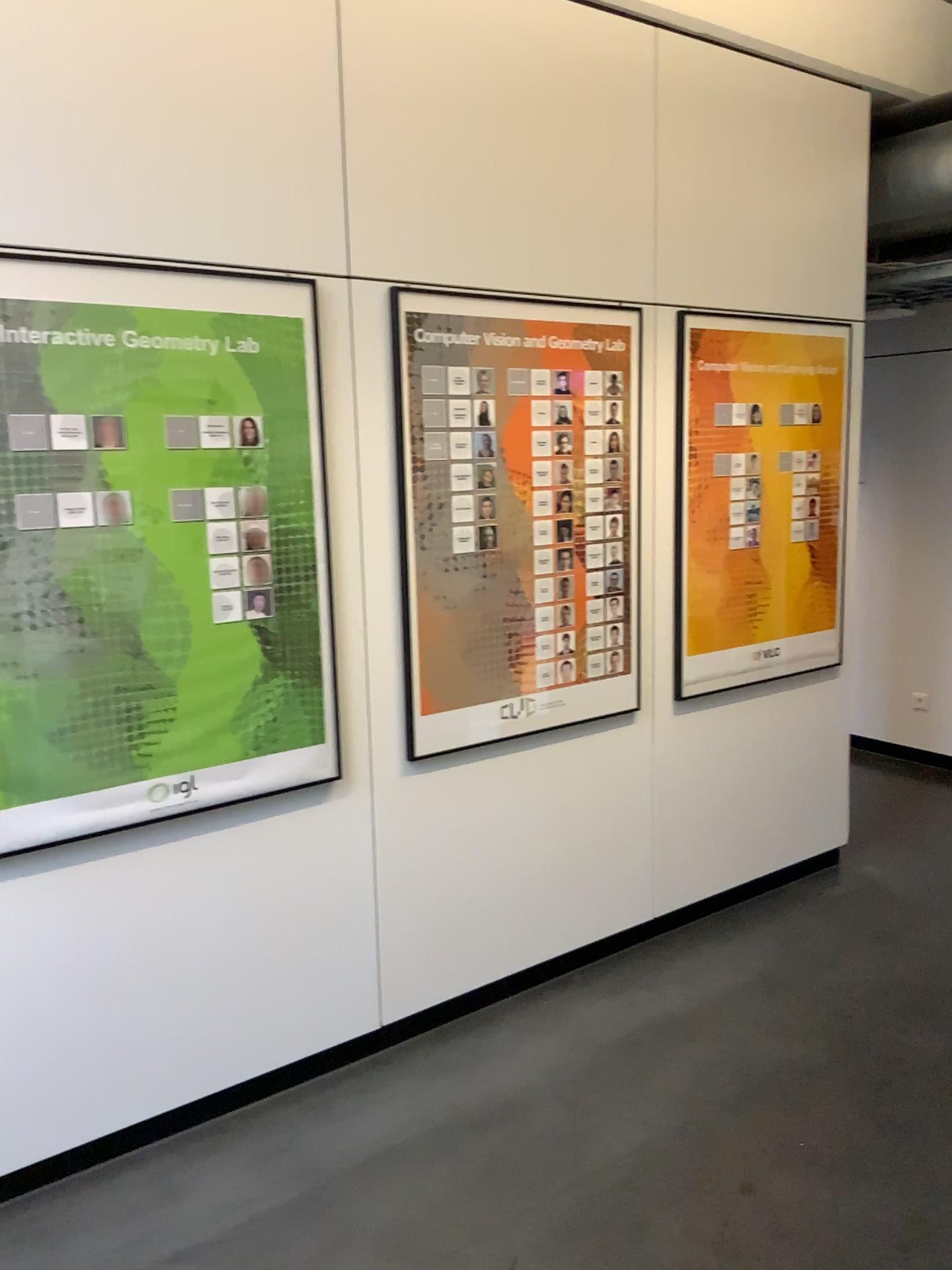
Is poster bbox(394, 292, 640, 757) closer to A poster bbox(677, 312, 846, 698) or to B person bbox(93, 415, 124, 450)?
A poster bbox(677, 312, 846, 698)

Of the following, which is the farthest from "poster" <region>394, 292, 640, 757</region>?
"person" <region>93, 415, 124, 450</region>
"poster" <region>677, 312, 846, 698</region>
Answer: "person" <region>93, 415, 124, 450</region>

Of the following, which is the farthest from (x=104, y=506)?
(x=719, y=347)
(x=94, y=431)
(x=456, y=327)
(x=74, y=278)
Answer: (x=719, y=347)

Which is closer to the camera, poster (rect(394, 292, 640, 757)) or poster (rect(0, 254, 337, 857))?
poster (rect(0, 254, 337, 857))

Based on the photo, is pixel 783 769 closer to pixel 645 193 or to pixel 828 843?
pixel 828 843

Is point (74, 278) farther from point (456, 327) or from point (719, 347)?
point (719, 347)

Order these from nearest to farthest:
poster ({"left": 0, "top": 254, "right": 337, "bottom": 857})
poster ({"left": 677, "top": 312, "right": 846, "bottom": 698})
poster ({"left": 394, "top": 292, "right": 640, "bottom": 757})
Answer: poster ({"left": 0, "top": 254, "right": 337, "bottom": 857}) → poster ({"left": 394, "top": 292, "right": 640, "bottom": 757}) → poster ({"left": 677, "top": 312, "right": 846, "bottom": 698})

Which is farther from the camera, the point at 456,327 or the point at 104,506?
the point at 456,327

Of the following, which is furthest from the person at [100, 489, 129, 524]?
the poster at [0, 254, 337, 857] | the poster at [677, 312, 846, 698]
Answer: the poster at [677, 312, 846, 698]

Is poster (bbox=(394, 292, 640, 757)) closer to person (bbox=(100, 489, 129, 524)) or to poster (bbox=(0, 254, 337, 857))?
poster (bbox=(0, 254, 337, 857))
